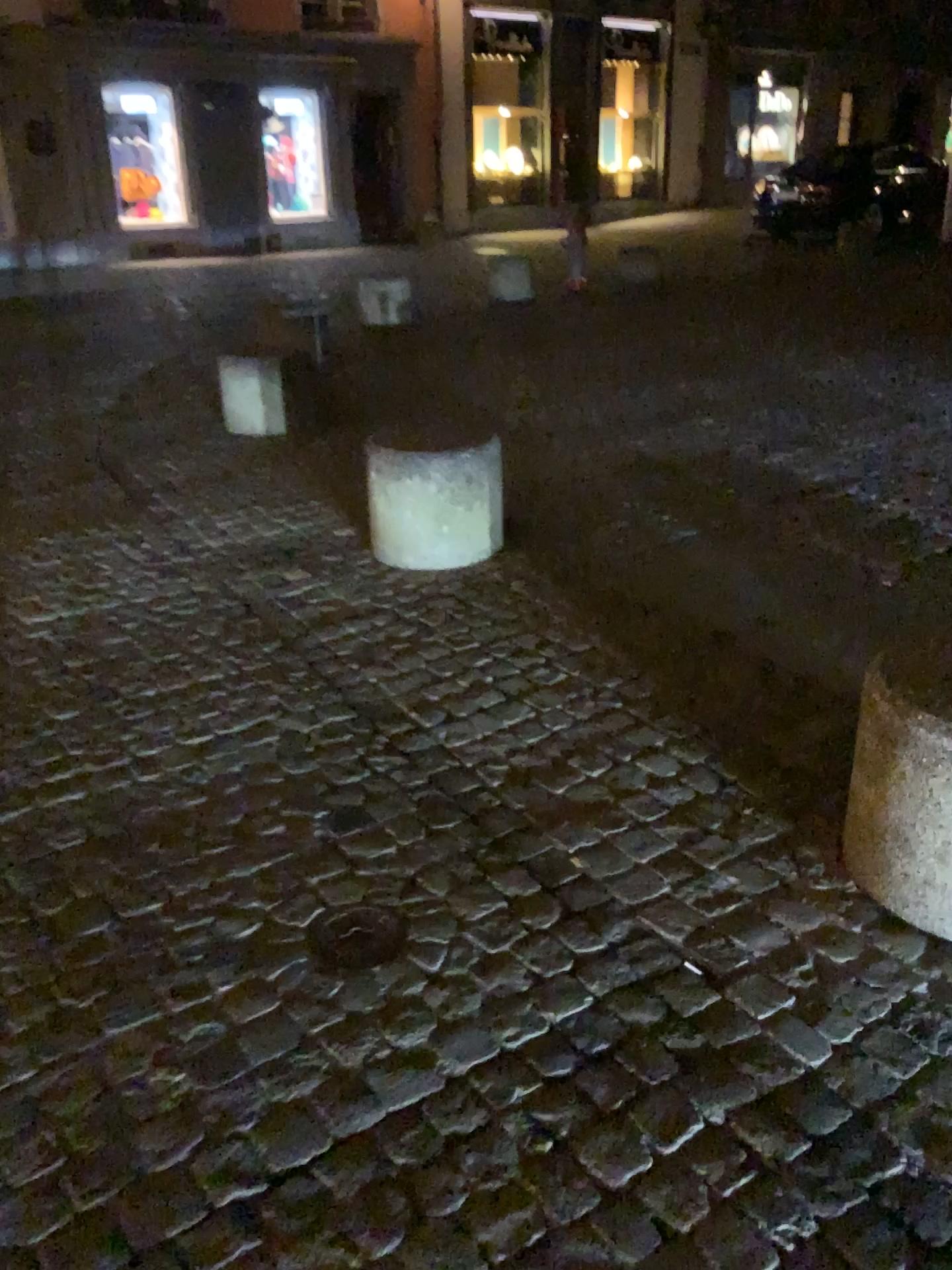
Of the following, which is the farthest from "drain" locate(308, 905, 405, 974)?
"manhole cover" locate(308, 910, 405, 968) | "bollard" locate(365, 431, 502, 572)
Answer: "bollard" locate(365, 431, 502, 572)

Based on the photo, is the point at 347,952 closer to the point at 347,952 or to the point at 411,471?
the point at 347,952

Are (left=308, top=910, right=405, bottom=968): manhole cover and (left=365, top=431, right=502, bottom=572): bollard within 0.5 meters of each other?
no

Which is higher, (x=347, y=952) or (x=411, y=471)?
(x=411, y=471)

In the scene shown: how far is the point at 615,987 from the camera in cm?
184

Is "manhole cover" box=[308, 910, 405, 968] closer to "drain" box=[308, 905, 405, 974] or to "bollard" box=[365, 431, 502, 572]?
"drain" box=[308, 905, 405, 974]

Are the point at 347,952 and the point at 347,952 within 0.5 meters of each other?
yes

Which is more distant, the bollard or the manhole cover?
the bollard

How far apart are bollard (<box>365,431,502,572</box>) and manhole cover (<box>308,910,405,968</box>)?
1.81m

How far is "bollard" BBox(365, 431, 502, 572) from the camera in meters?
3.6
